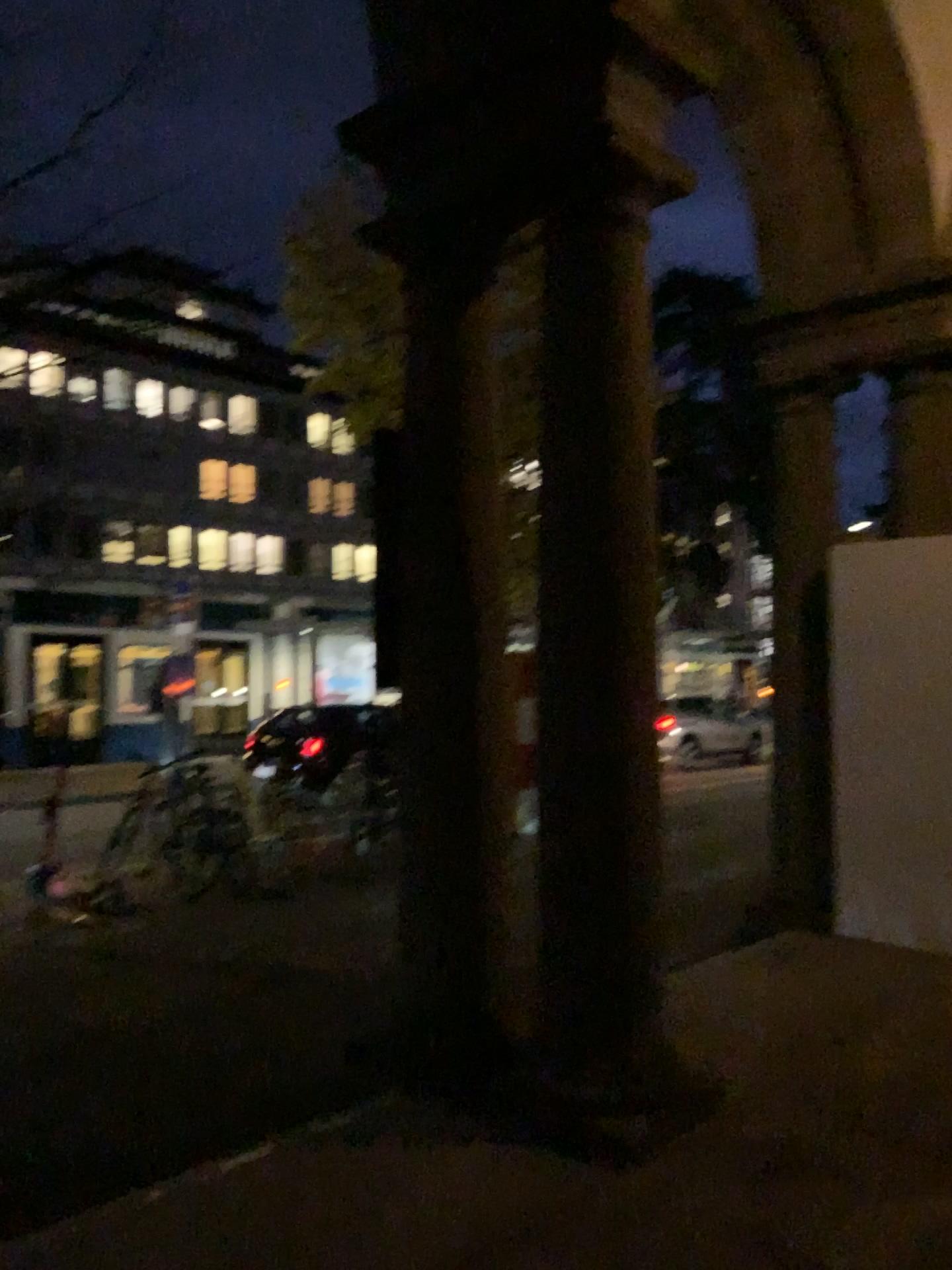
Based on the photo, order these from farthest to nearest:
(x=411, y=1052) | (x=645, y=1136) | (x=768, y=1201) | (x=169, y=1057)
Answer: (x=169, y=1057)
(x=411, y=1052)
(x=645, y=1136)
(x=768, y=1201)
